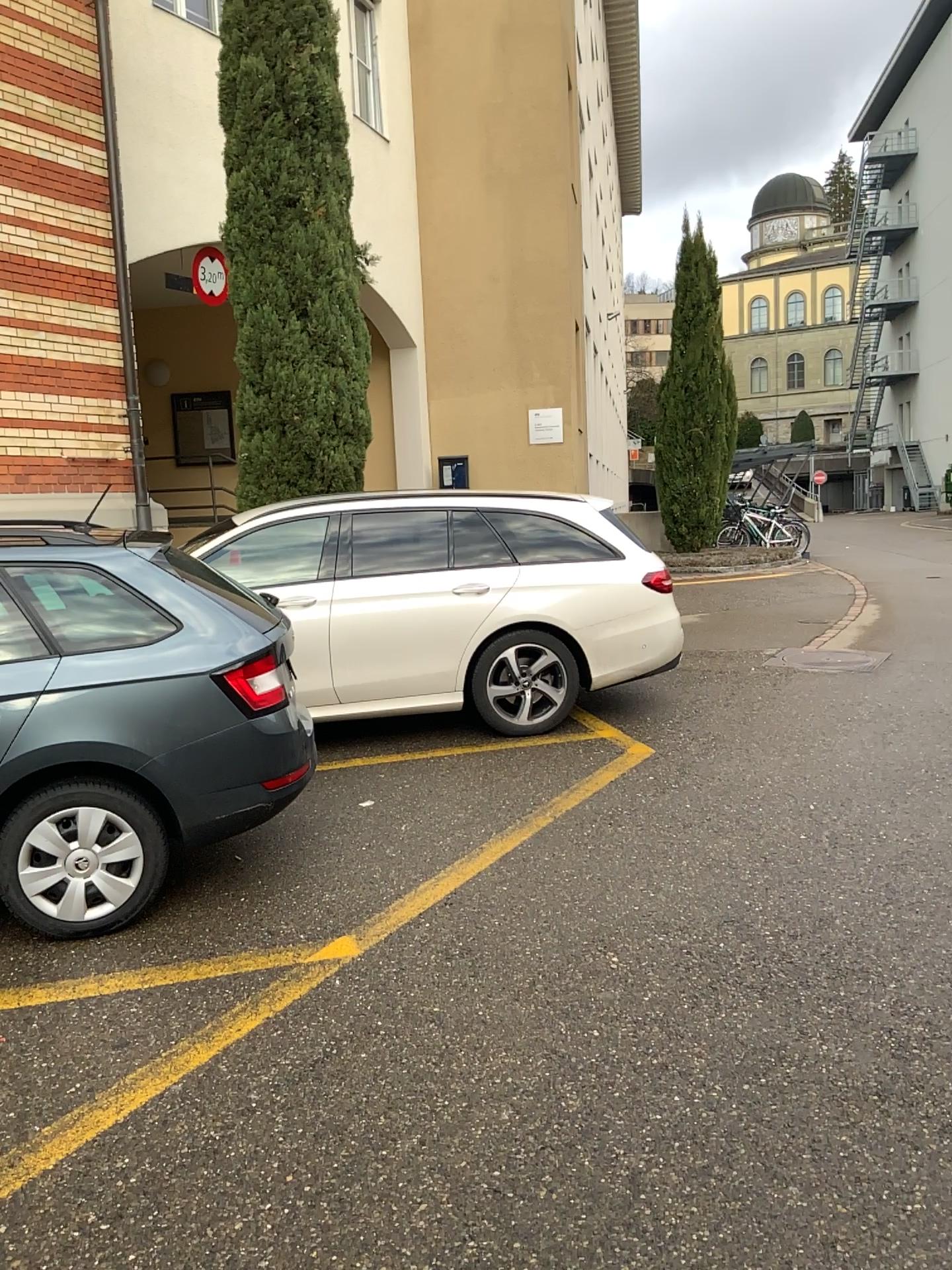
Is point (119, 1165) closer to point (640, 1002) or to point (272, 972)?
point (272, 972)
